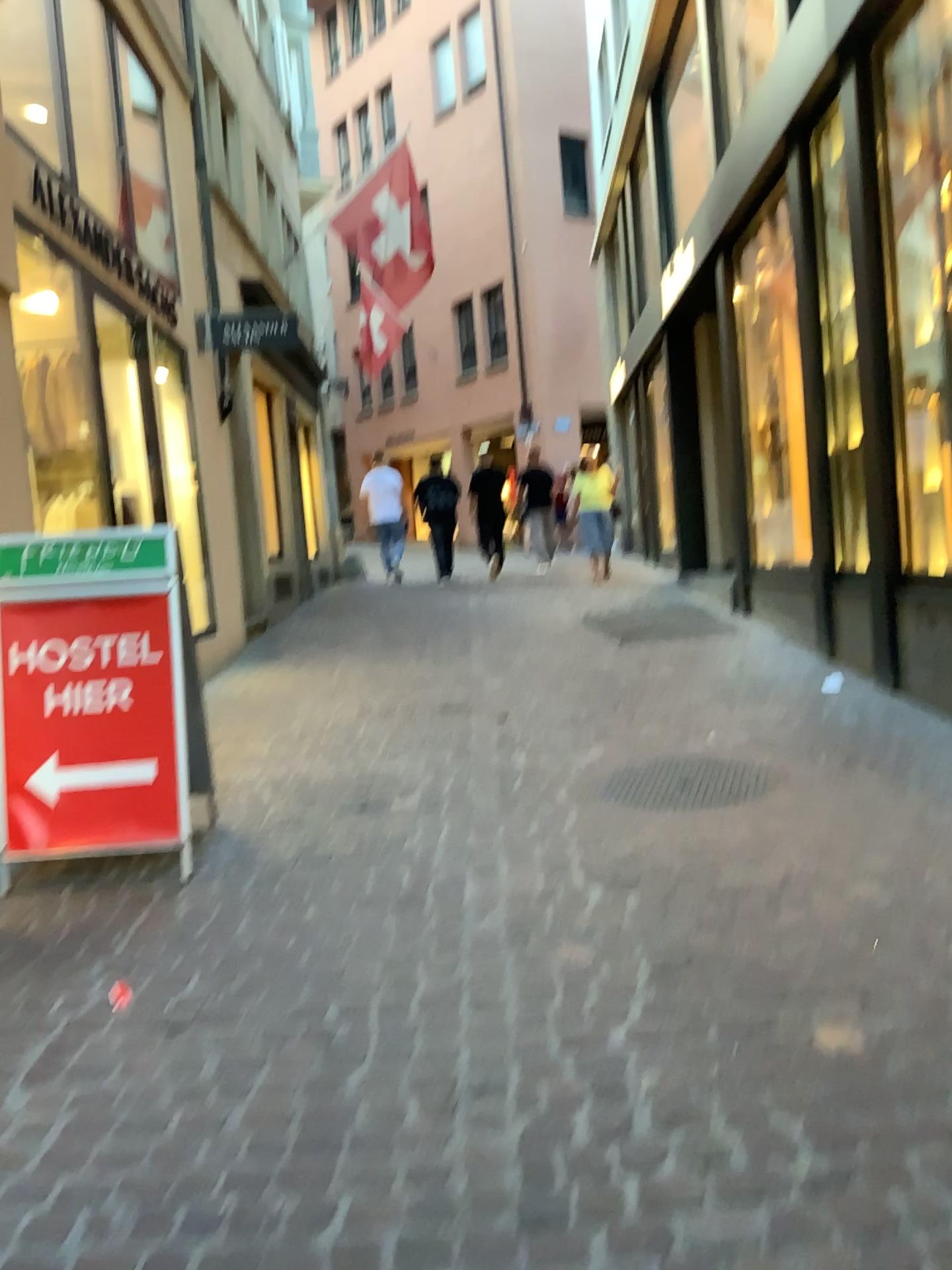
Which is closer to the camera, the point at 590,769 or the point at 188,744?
the point at 188,744

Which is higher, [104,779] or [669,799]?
[104,779]

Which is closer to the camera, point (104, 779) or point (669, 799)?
point (104, 779)

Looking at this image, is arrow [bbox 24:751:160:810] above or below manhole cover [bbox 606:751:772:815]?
above

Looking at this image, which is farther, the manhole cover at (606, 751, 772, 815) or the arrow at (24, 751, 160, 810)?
the manhole cover at (606, 751, 772, 815)
